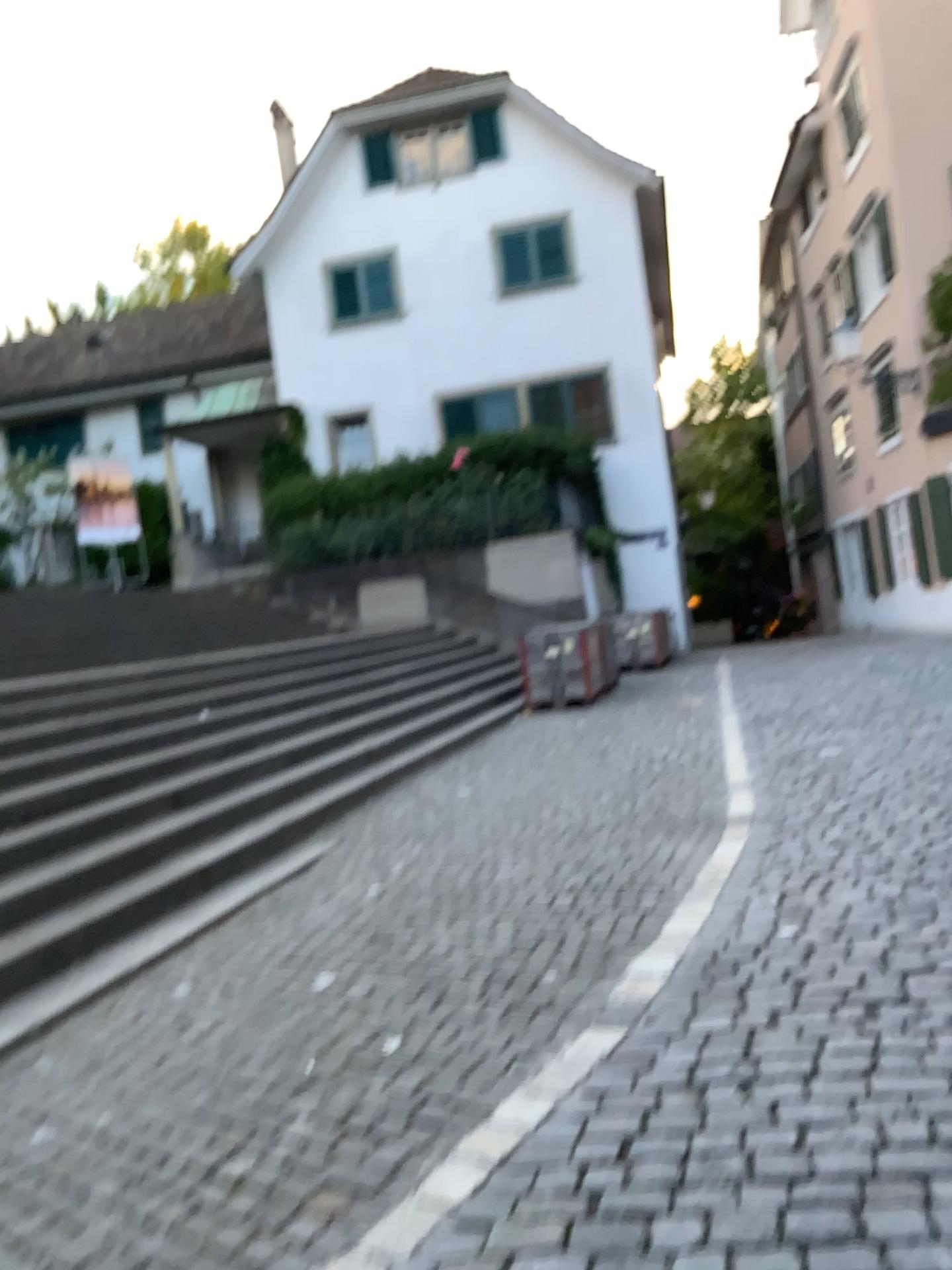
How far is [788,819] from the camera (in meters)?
5.15
